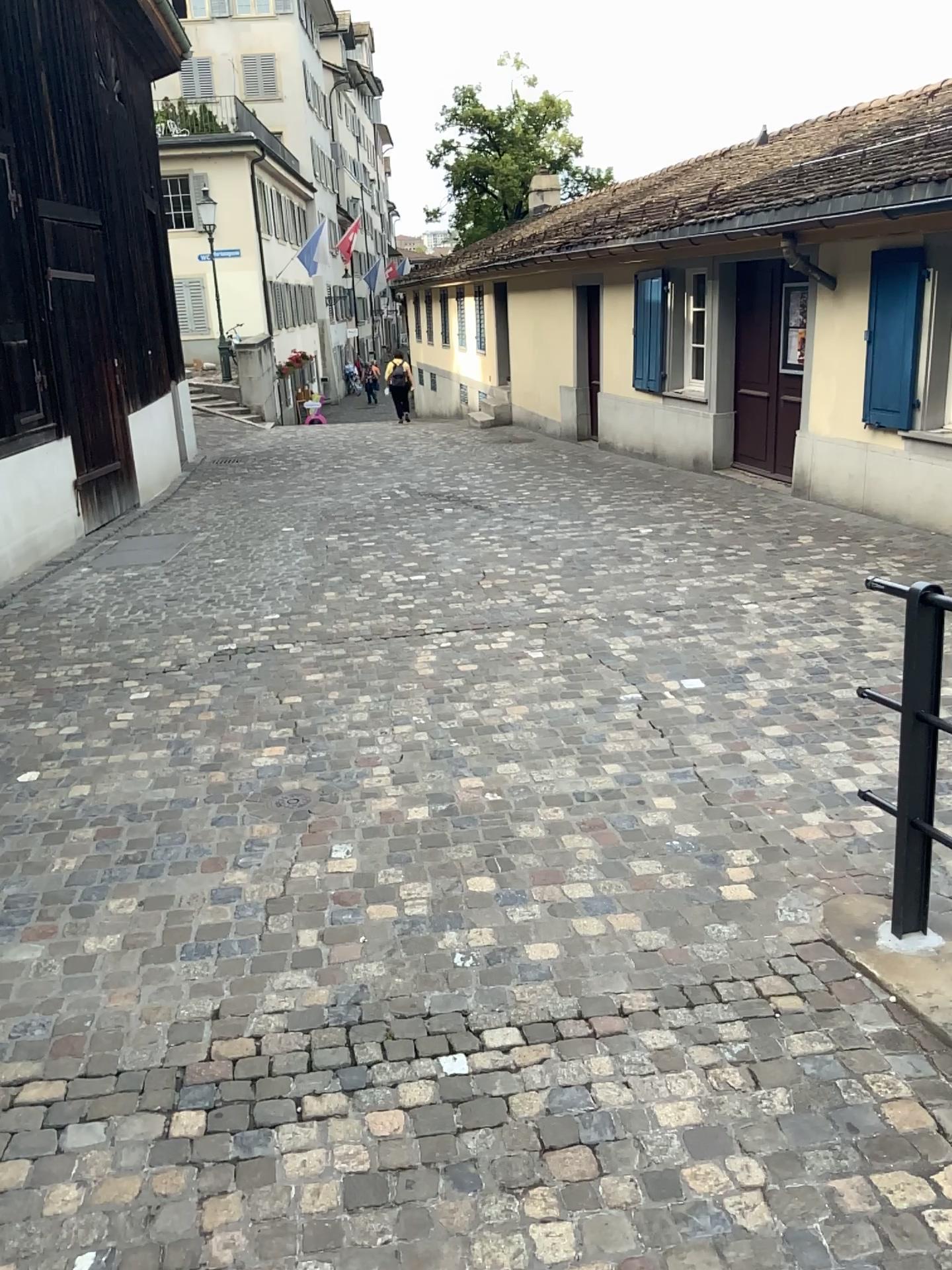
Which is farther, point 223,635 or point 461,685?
point 223,635
